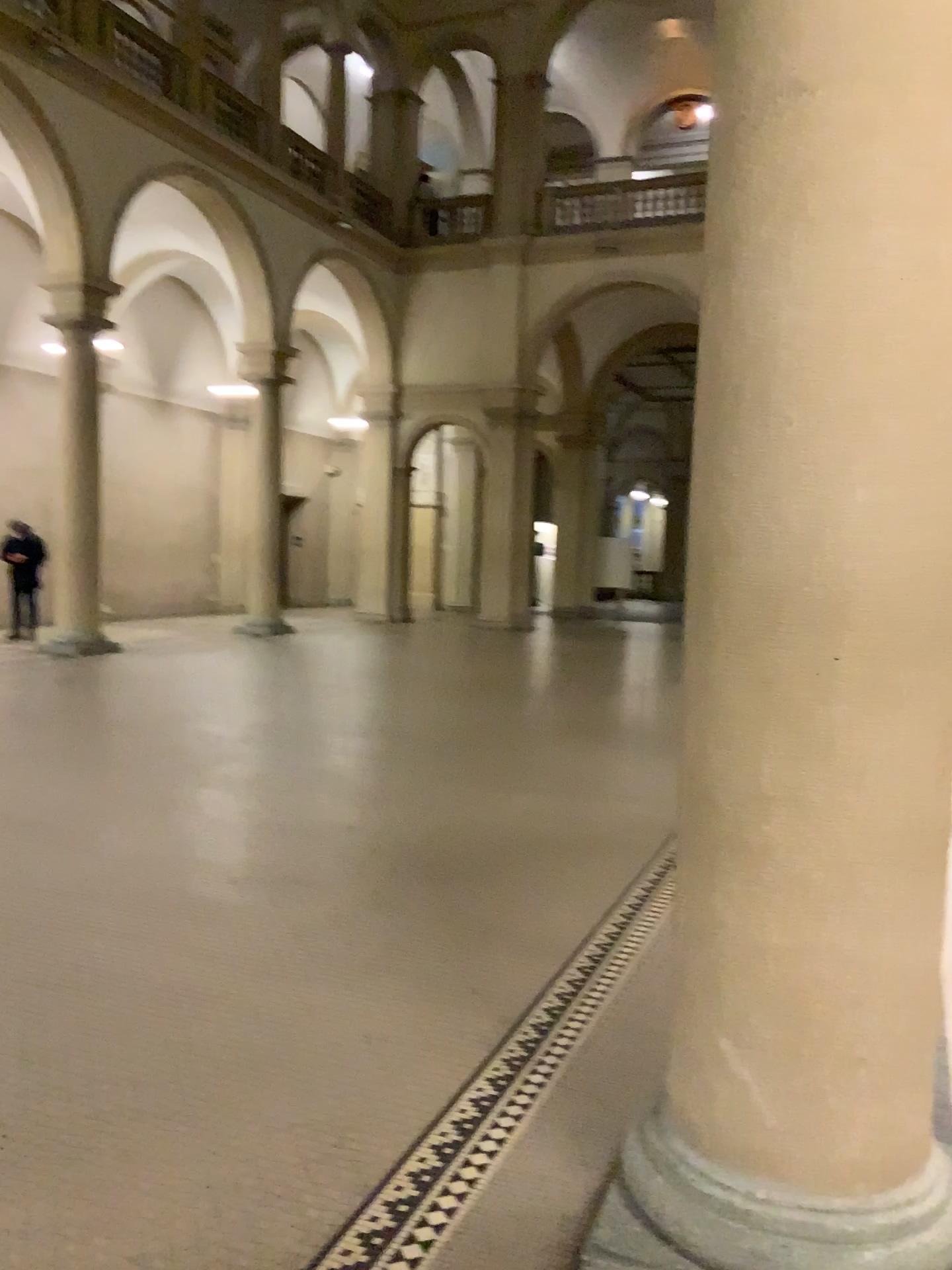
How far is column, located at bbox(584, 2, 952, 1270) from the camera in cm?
187

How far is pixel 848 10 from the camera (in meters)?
1.87

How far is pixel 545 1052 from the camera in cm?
307
